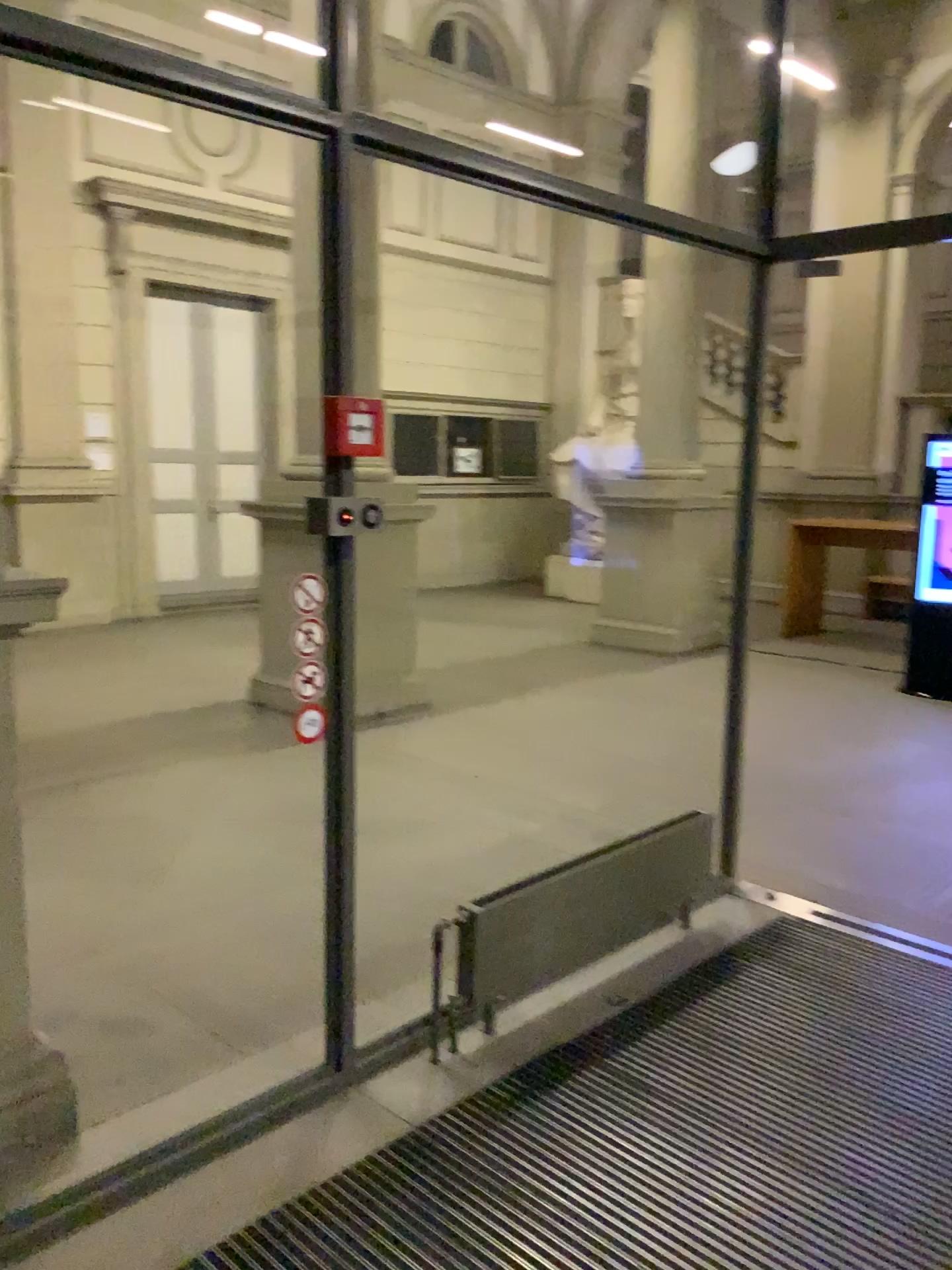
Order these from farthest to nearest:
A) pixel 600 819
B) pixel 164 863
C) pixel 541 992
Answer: pixel 600 819 → pixel 164 863 → pixel 541 992
